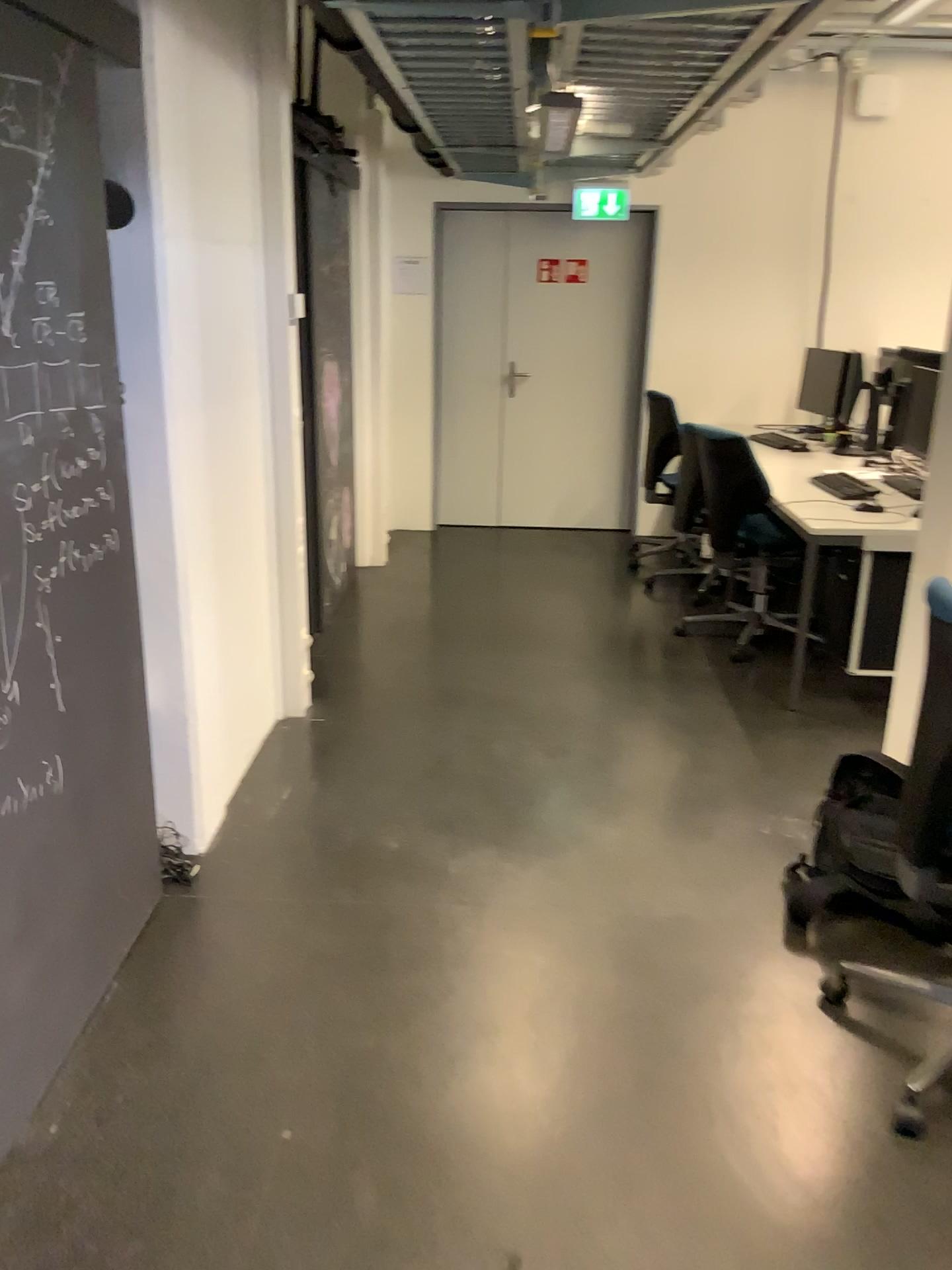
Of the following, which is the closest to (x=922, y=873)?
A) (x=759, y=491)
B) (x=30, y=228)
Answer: (x=759, y=491)

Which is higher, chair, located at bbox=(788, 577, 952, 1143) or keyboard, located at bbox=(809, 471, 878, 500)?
keyboard, located at bbox=(809, 471, 878, 500)

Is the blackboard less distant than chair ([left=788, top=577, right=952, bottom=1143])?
Yes

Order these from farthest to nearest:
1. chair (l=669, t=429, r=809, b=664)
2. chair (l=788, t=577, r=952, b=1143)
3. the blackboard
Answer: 1. chair (l=669, t=429, r=809, b=664)
2. chair (l=788, t=577, r=952, b=1143)
3. the blackboard

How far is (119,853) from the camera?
2.4m

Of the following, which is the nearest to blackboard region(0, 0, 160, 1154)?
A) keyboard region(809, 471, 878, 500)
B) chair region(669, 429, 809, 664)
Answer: chair region(669, 429, 809, 664)

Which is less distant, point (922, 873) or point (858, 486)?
point (922, 873)

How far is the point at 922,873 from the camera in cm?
266

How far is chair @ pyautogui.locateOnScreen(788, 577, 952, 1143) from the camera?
2.66m

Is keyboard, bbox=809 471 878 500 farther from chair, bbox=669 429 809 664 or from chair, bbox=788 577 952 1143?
chair, bbox=788 577 952 1143
